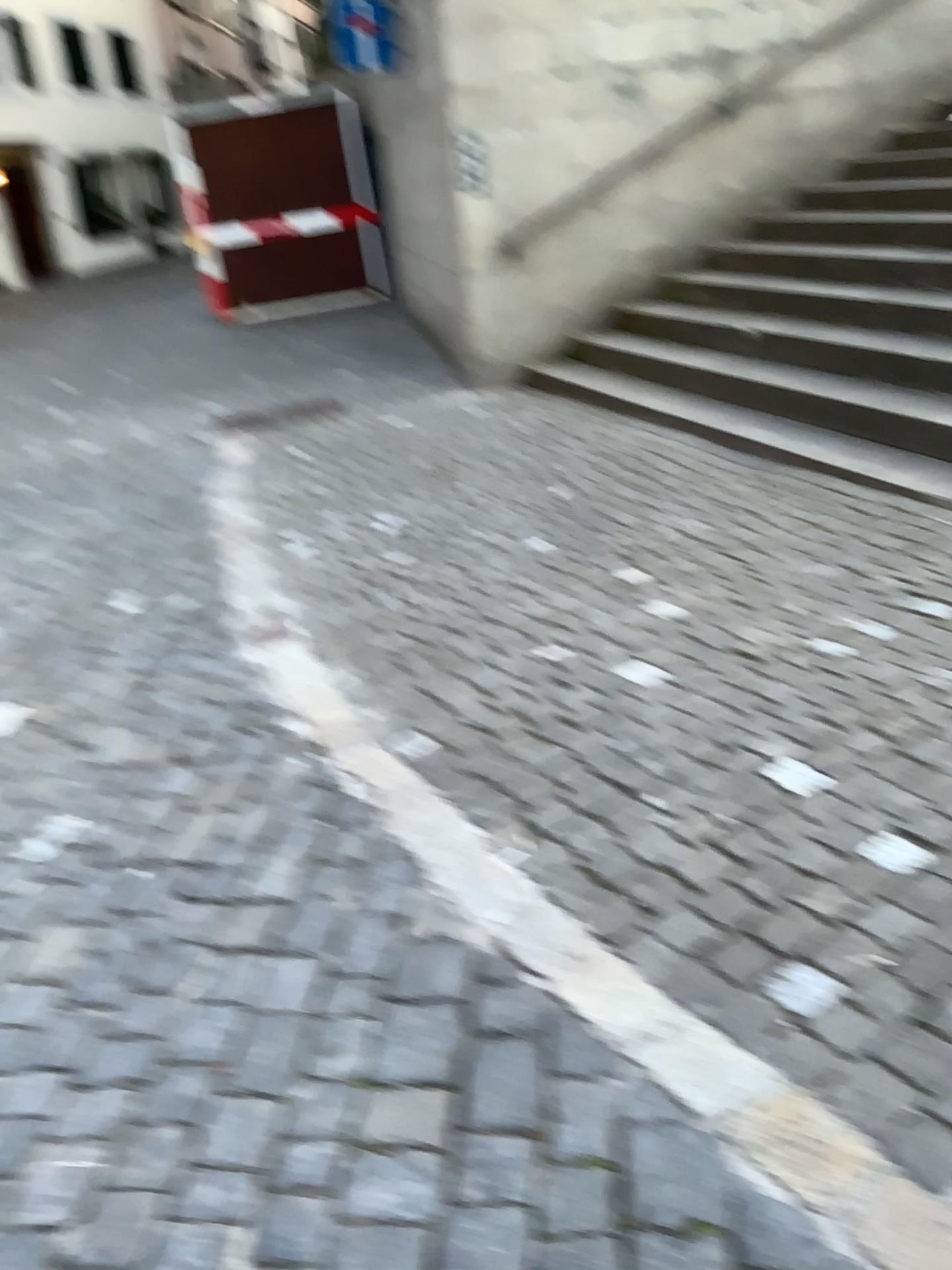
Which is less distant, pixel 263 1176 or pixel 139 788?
pixel 263 1176
